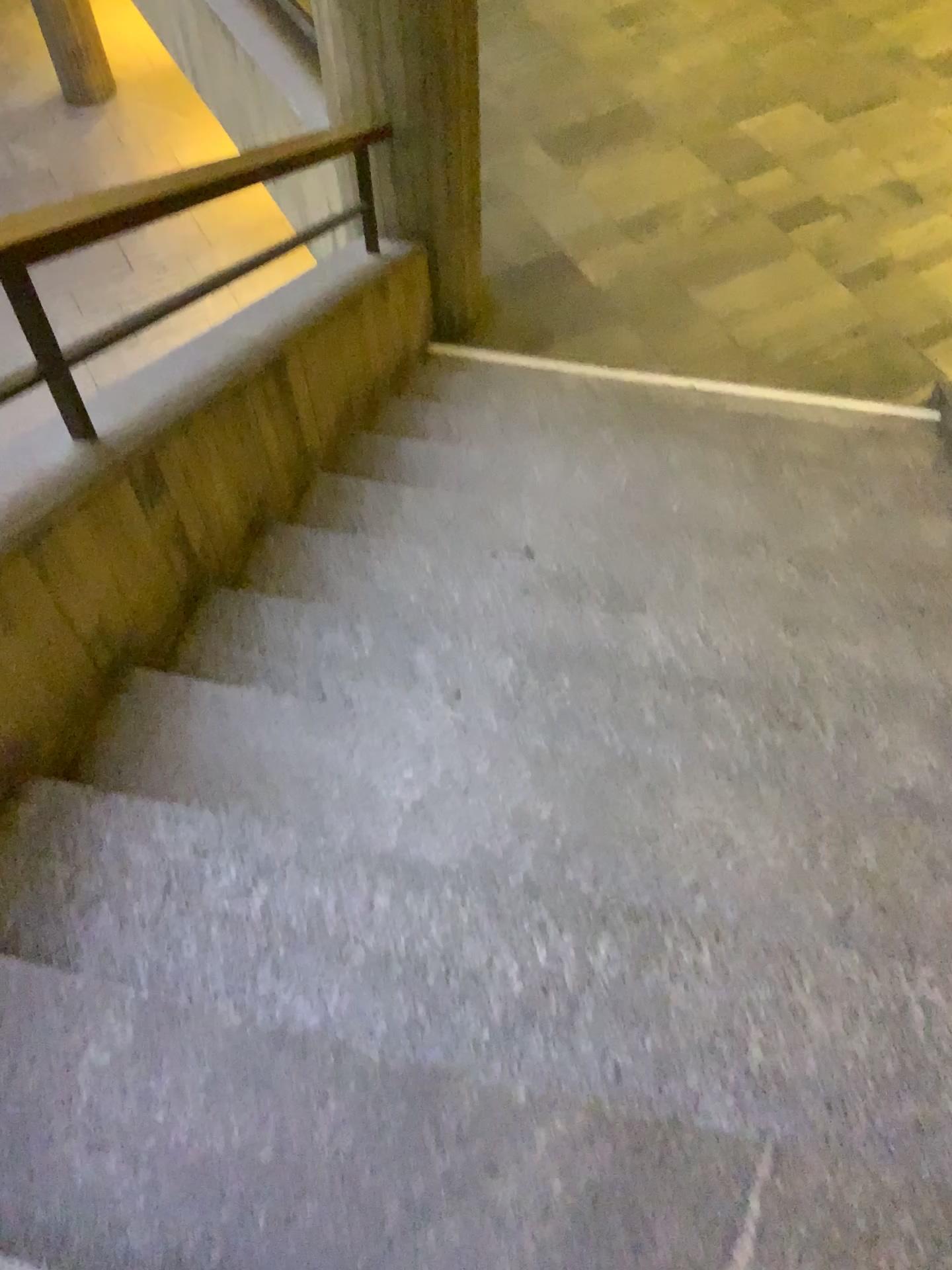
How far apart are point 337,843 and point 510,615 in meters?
0.9 m
